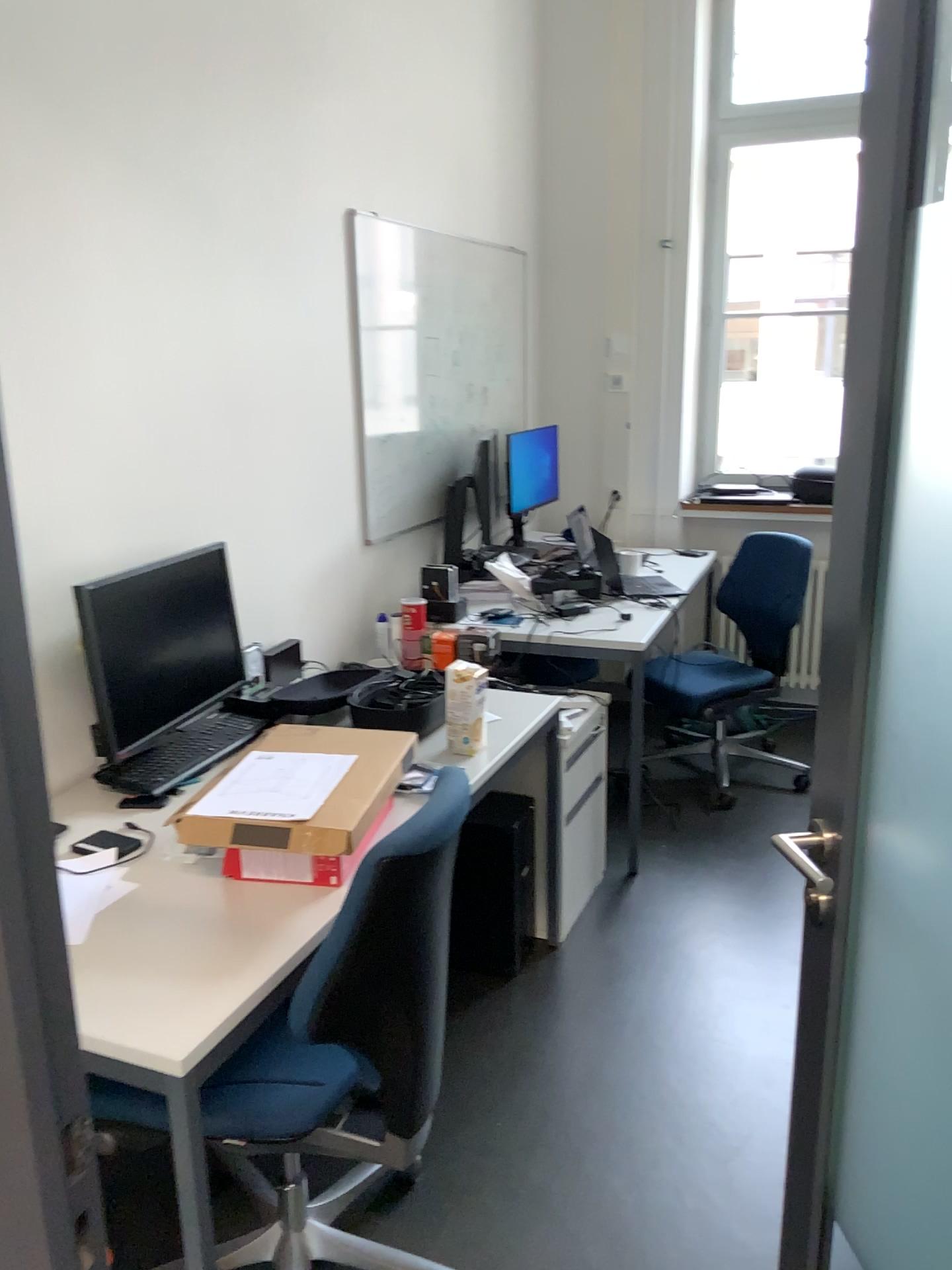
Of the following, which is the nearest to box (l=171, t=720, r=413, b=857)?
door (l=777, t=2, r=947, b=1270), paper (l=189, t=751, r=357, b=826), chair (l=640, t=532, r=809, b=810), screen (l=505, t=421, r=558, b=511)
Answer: paper (l=189, t=751, r=357, b=826)

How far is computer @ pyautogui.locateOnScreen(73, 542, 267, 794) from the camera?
2.2m

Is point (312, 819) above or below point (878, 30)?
below

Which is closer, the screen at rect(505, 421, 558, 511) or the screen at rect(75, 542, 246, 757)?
the screen at rect(75, 542, 246, 757)

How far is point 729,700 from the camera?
3.9 meters

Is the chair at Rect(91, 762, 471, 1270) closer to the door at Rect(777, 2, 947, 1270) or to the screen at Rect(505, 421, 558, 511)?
the door at Rect(777, 2, 947, 1270)

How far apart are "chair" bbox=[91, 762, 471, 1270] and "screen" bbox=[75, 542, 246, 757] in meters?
0.7

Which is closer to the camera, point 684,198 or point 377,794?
point 377,794

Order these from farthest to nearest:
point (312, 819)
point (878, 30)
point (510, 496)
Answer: point (510, 496)
point (312, 819)
point (878, 30)

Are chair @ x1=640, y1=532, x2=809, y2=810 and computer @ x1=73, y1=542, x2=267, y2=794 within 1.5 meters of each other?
no
